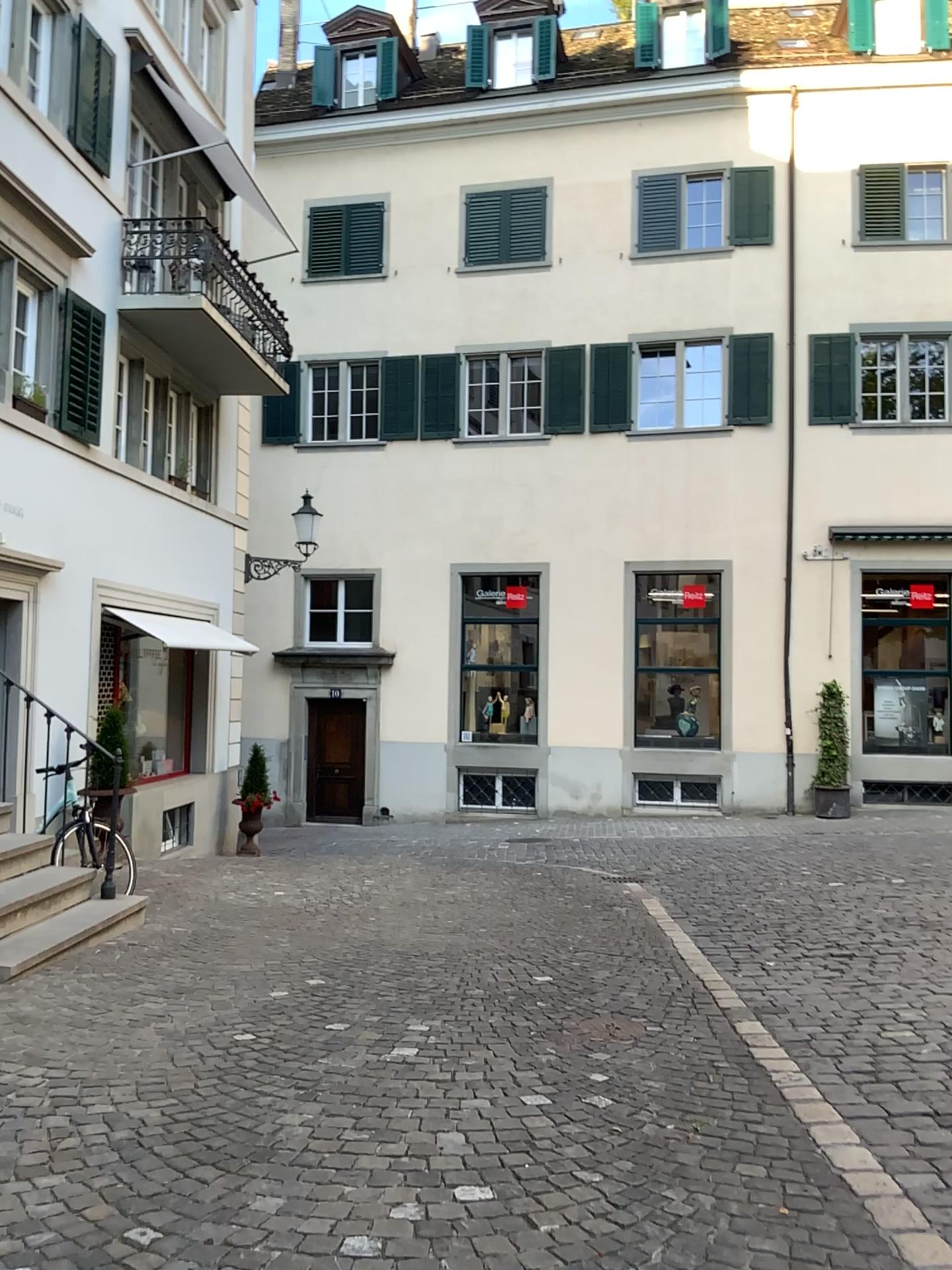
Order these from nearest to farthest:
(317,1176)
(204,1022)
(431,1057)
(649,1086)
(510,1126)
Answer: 1. (317,1176)
2. (510,1126)
3. (649,1086)
4. (431,1057)
5. (204,1022)
